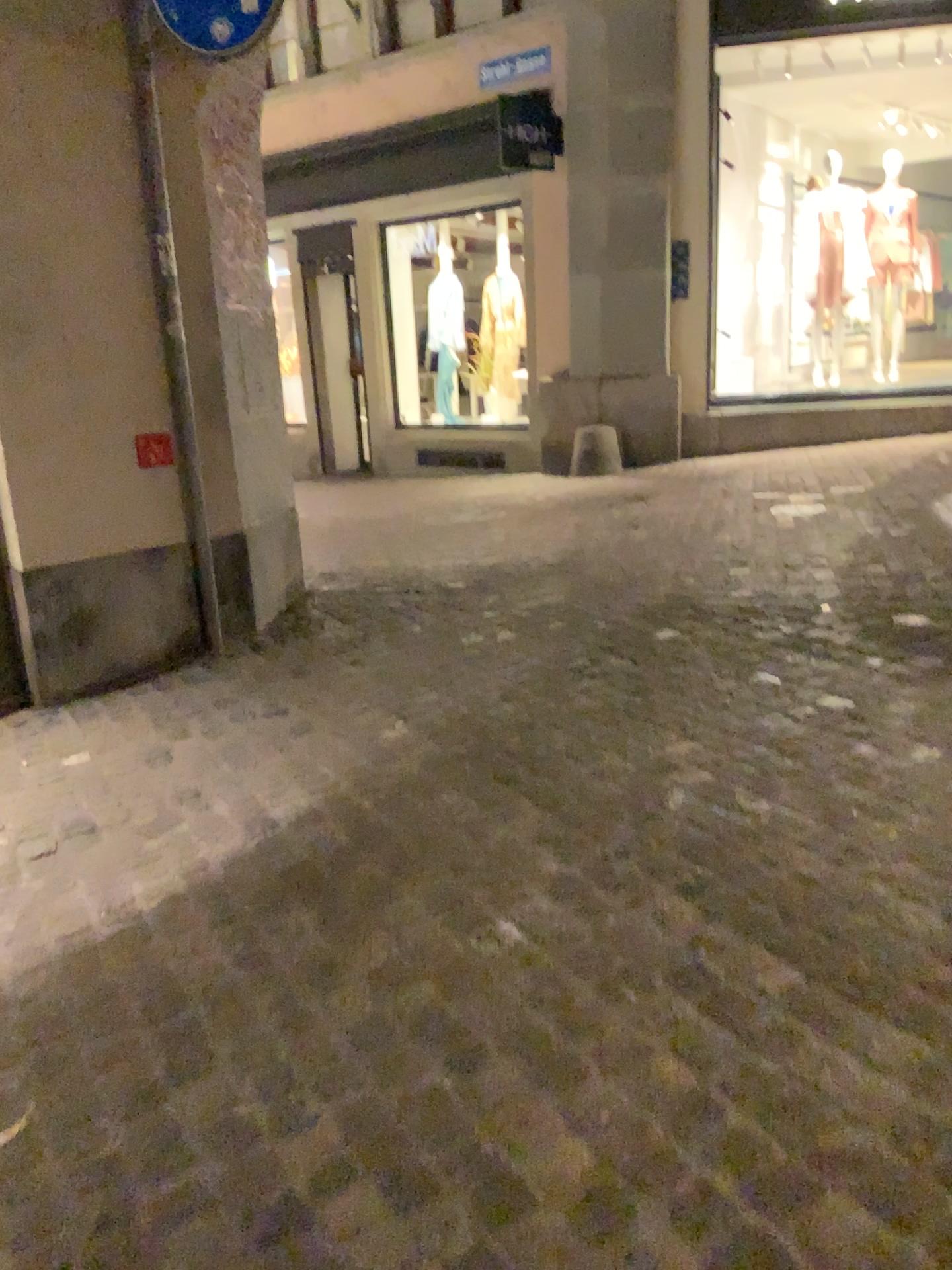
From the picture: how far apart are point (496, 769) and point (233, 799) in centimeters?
77cm

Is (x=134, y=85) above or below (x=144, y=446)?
above
